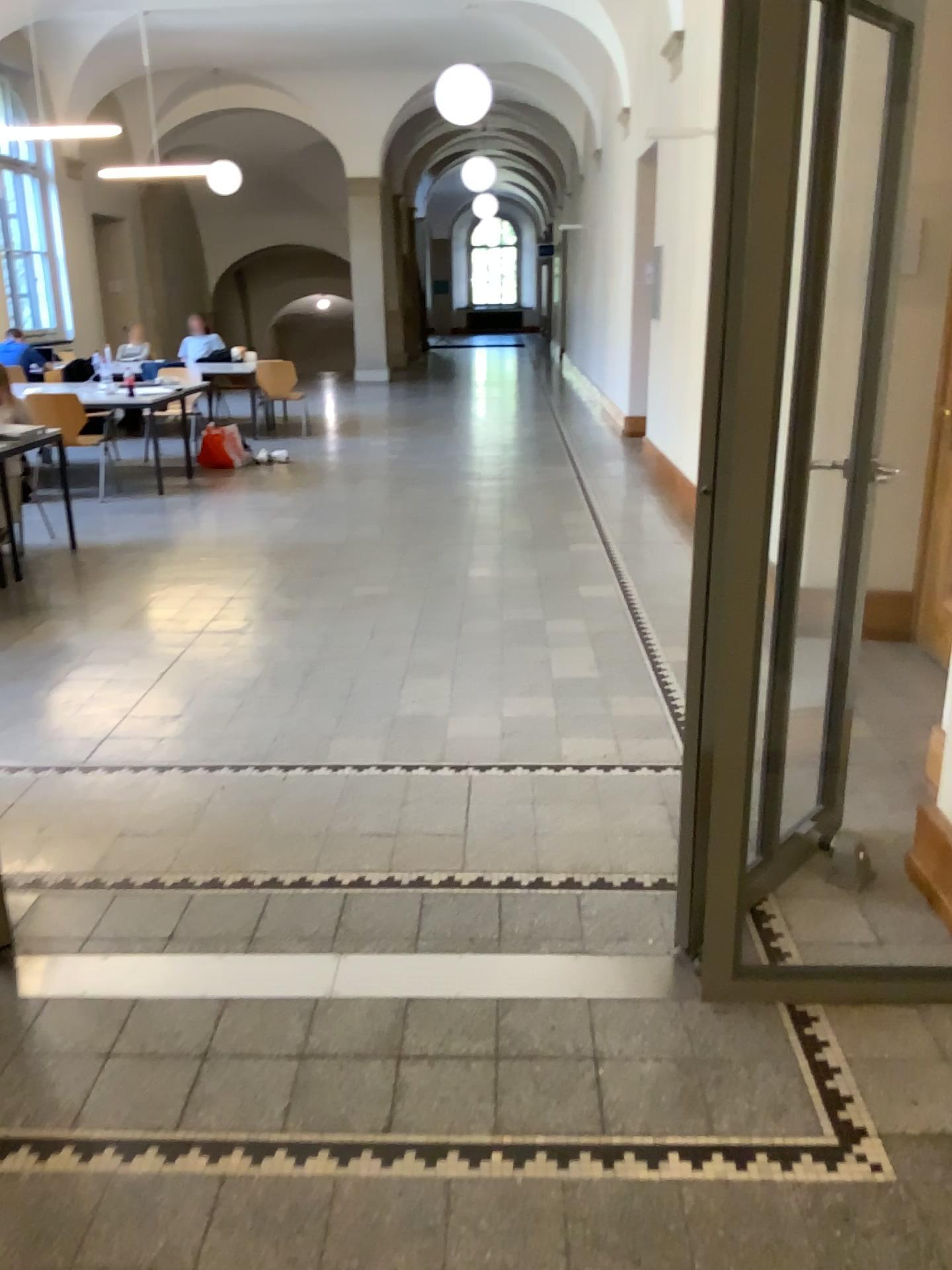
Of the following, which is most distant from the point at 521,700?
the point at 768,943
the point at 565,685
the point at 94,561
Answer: the point at 94,561
